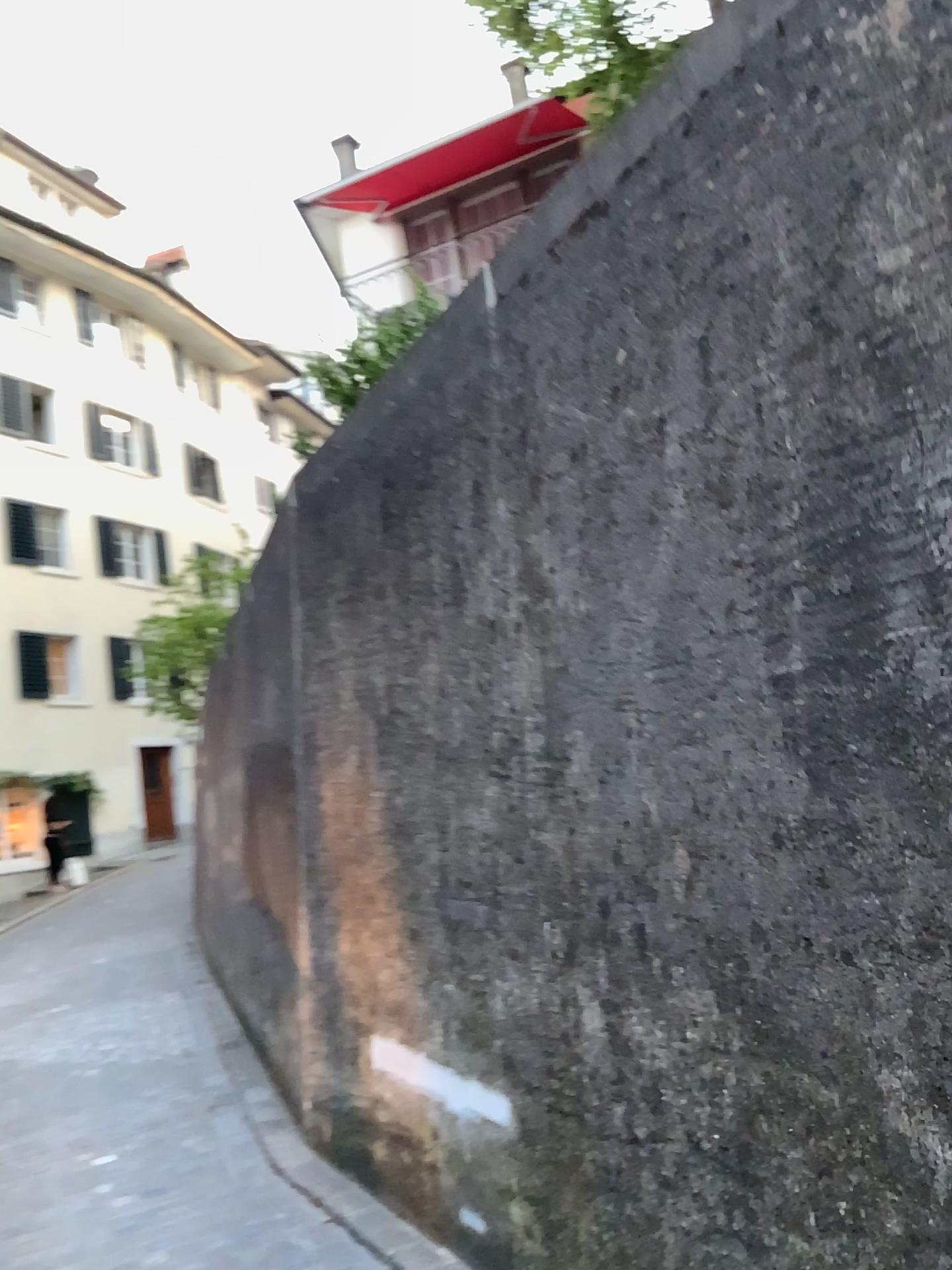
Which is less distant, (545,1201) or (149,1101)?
(545,1201)
